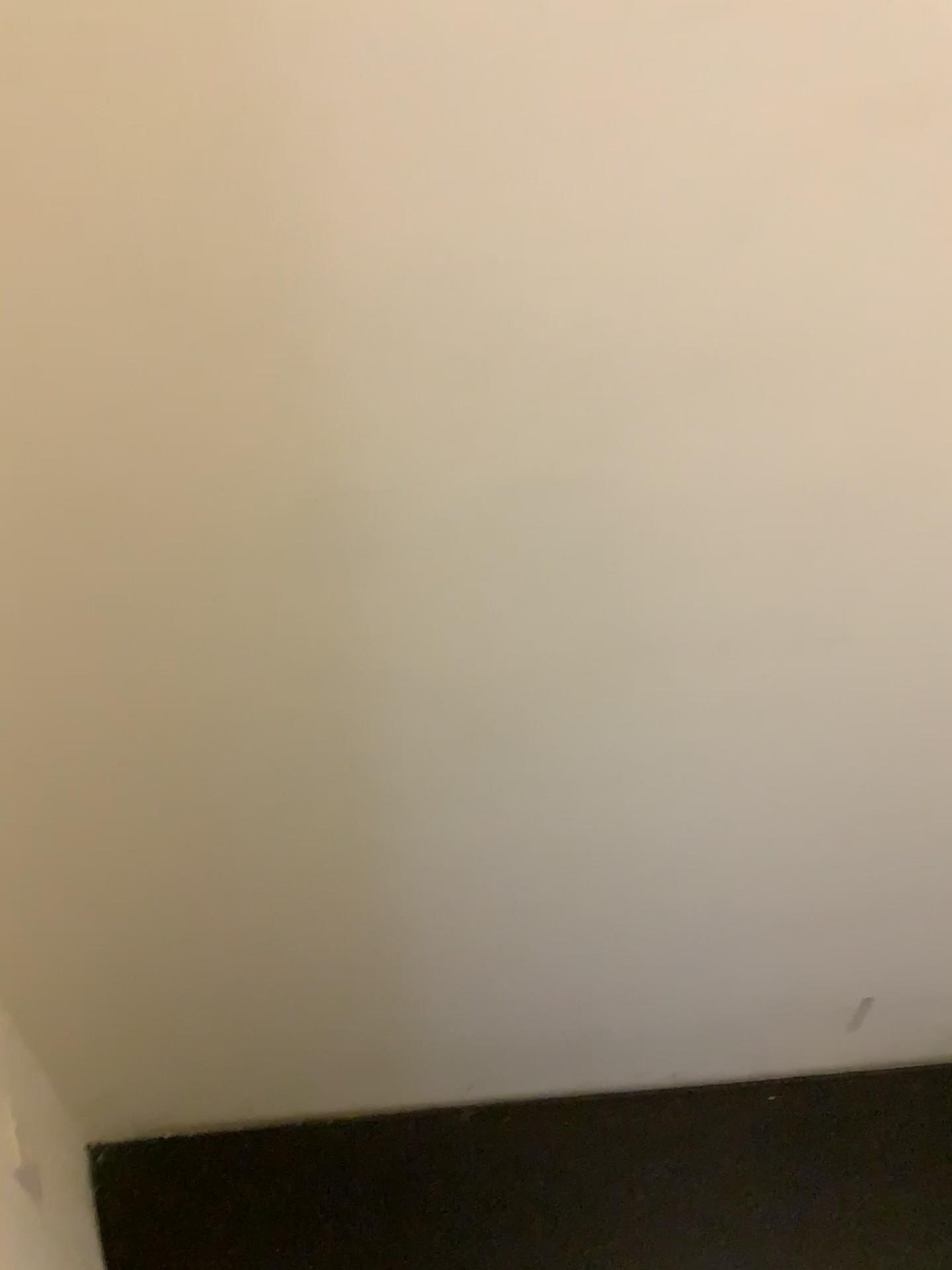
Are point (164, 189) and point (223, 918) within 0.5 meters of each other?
no
